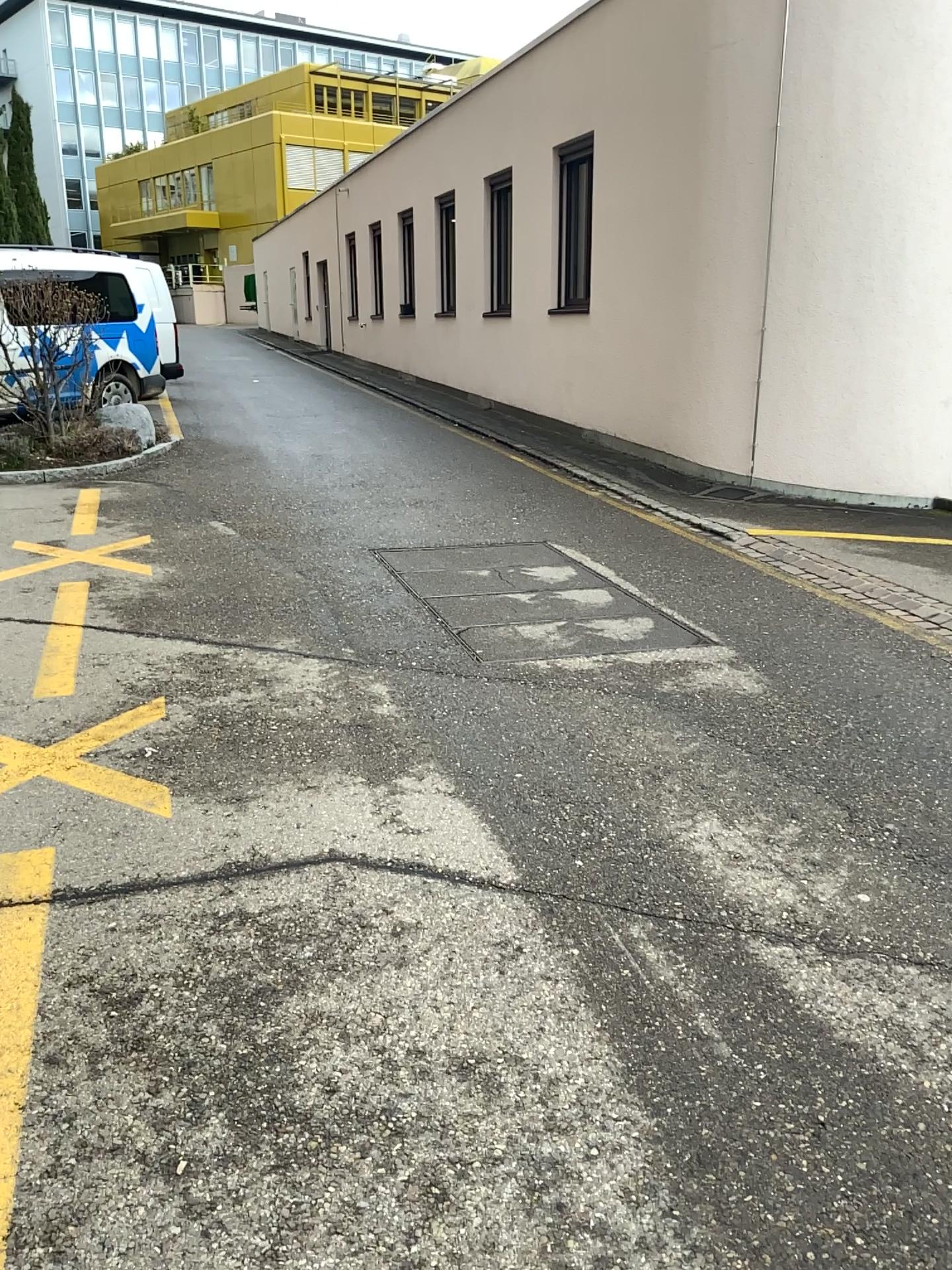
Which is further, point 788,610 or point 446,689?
point 788,610
